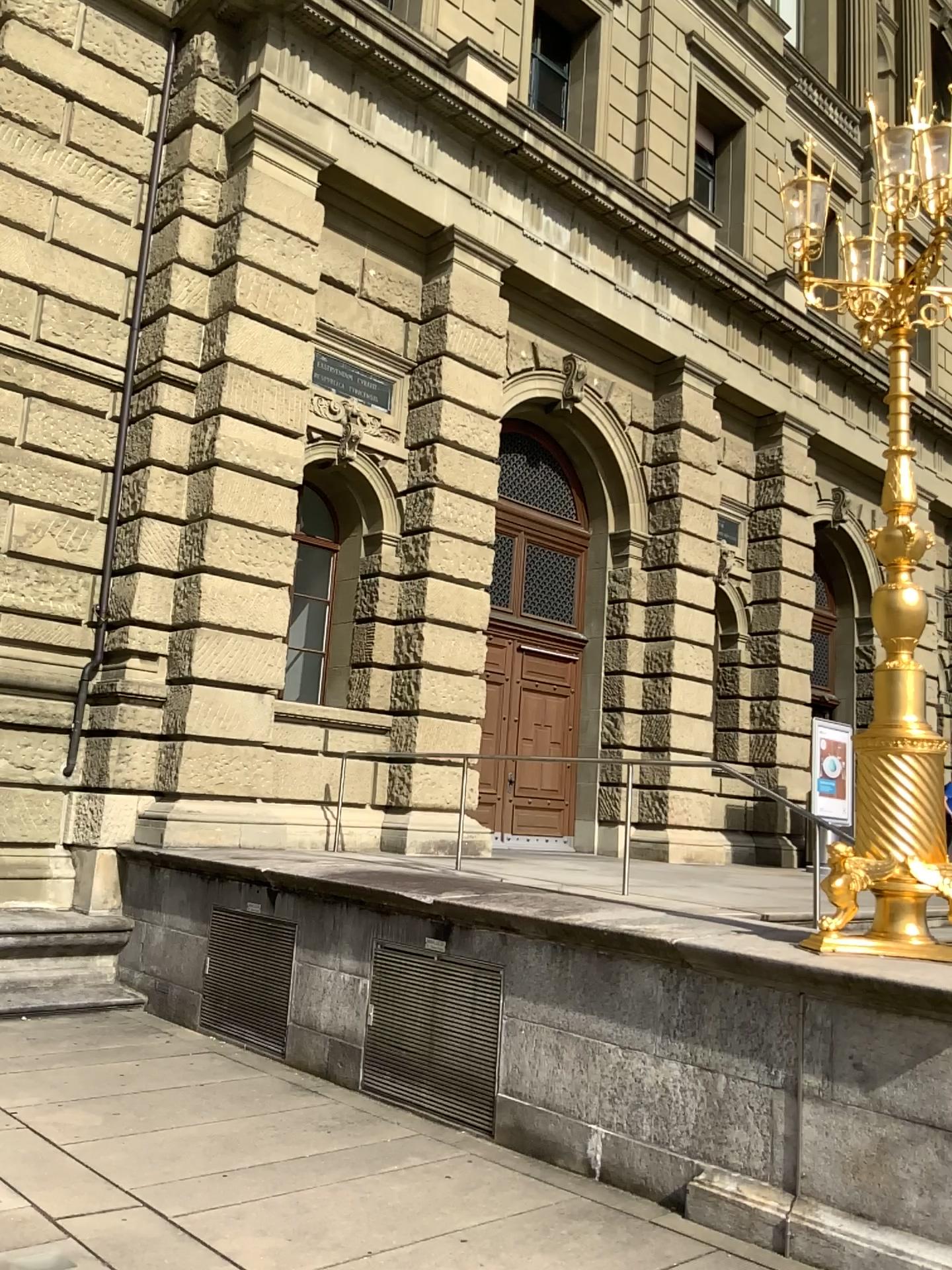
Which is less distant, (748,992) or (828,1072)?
(828,1072)
